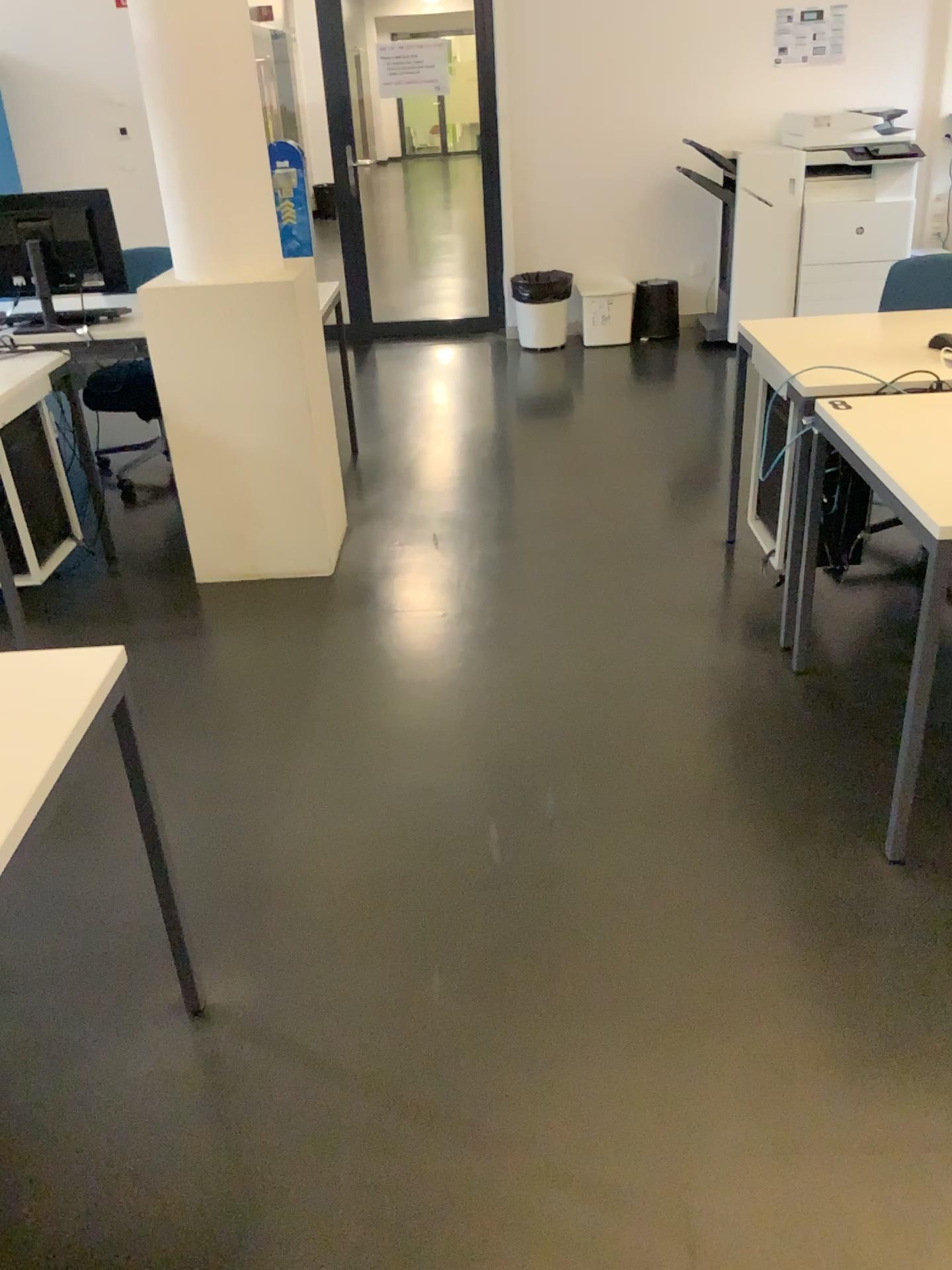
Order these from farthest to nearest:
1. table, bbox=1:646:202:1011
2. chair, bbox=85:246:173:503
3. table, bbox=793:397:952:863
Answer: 1. chair, bbox=85:246:173:503
2. table, bbox=793:397:952:863
3. table, bbox=1:646:202:1011

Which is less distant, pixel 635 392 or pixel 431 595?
pixel 431 595

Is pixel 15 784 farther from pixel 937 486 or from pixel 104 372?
pixel 104 372

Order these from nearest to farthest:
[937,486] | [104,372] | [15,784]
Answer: [15,784]
[937,486]
[104,372]

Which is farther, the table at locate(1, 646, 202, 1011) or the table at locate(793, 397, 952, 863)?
the table at locate(793, 397, 952, 863)

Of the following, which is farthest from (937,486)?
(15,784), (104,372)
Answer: (104,372)

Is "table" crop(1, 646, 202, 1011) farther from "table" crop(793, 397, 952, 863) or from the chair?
the chair

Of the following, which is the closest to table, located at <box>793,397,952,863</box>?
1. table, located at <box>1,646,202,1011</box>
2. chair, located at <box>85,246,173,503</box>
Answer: table, located at <box>1,646,202,1011</box>
